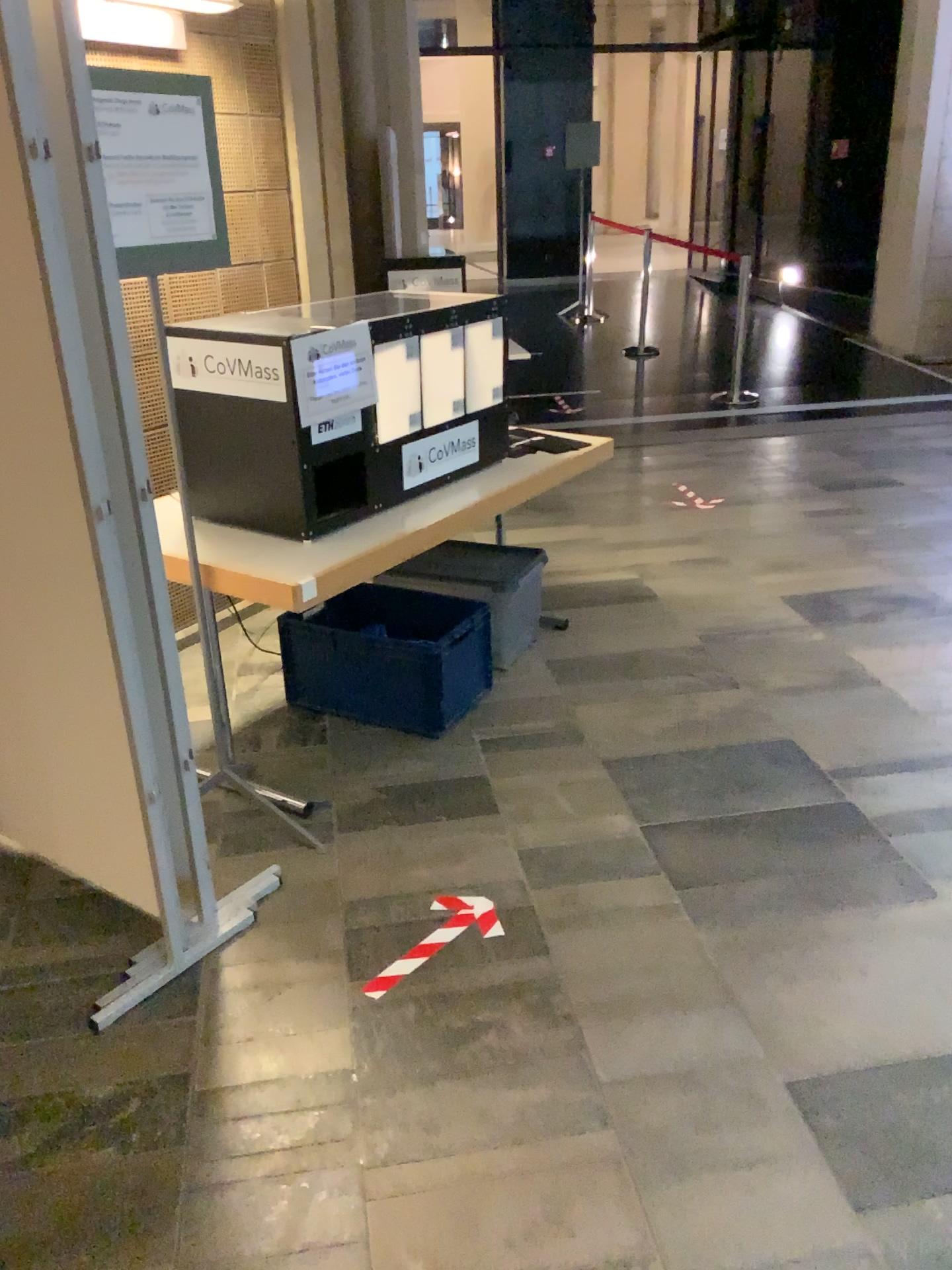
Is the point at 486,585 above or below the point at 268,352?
below

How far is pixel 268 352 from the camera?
2.61m

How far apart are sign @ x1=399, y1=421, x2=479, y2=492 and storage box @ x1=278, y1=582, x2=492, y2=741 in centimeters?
51cm

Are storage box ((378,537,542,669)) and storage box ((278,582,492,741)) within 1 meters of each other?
yes

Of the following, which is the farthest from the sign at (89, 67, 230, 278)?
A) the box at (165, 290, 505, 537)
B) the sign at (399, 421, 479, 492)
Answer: the sign at (399, 421, 479, 492)

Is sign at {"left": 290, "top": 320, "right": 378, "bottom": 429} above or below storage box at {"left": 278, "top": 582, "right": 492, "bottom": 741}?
above

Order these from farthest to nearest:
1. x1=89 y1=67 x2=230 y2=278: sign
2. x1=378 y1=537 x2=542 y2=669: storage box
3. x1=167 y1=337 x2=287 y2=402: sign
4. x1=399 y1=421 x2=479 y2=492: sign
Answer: x1=378 y1=537 x2=542 y2=669: storage box → x1=399 y1=421 x2=479 y2=492: sign → x1=167 y1=337 x2=287 y2=402: sign → x1=89 y1=67 x2=230 y2=278: sign

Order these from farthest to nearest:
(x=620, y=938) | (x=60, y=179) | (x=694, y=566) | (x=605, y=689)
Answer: (x=694, y=566), (x=605, y=689), (x=620, y=938), (x=60, y=179)

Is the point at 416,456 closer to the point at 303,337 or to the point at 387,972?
the point at 303,337

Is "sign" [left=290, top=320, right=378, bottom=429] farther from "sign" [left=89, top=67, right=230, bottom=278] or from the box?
"sign" [left=89, top=67, right=230, bottom=278]
